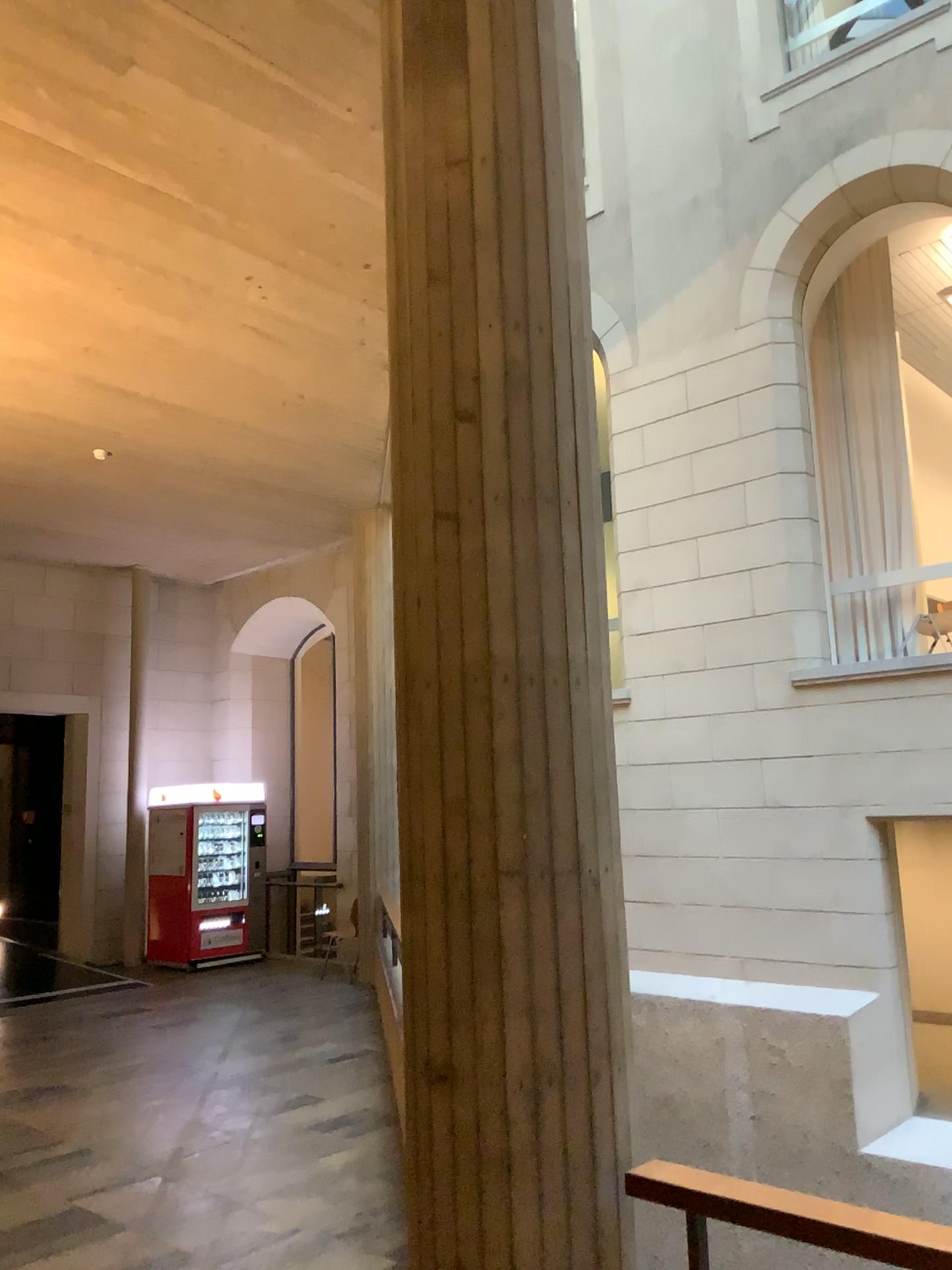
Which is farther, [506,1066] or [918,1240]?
[506,1066]

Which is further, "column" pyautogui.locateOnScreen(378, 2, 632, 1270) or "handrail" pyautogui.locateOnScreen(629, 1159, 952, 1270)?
"column" pyautogui.locateOnScreen(378, 2, 632, 1270)

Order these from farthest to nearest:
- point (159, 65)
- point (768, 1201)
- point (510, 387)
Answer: point (159, 65)
point (510, 387)
point (768, 1201)
